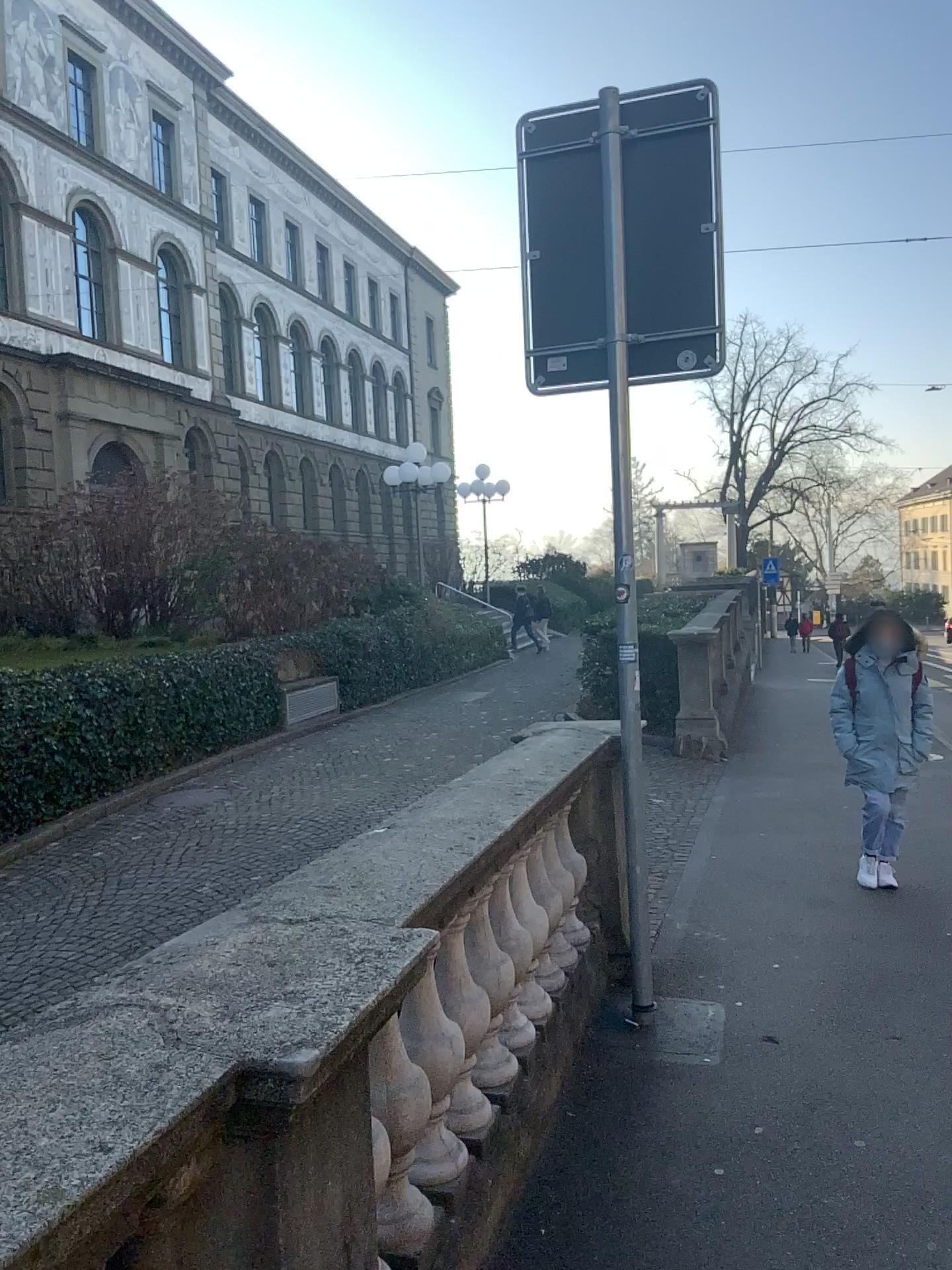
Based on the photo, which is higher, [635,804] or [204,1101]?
[204,1101]
